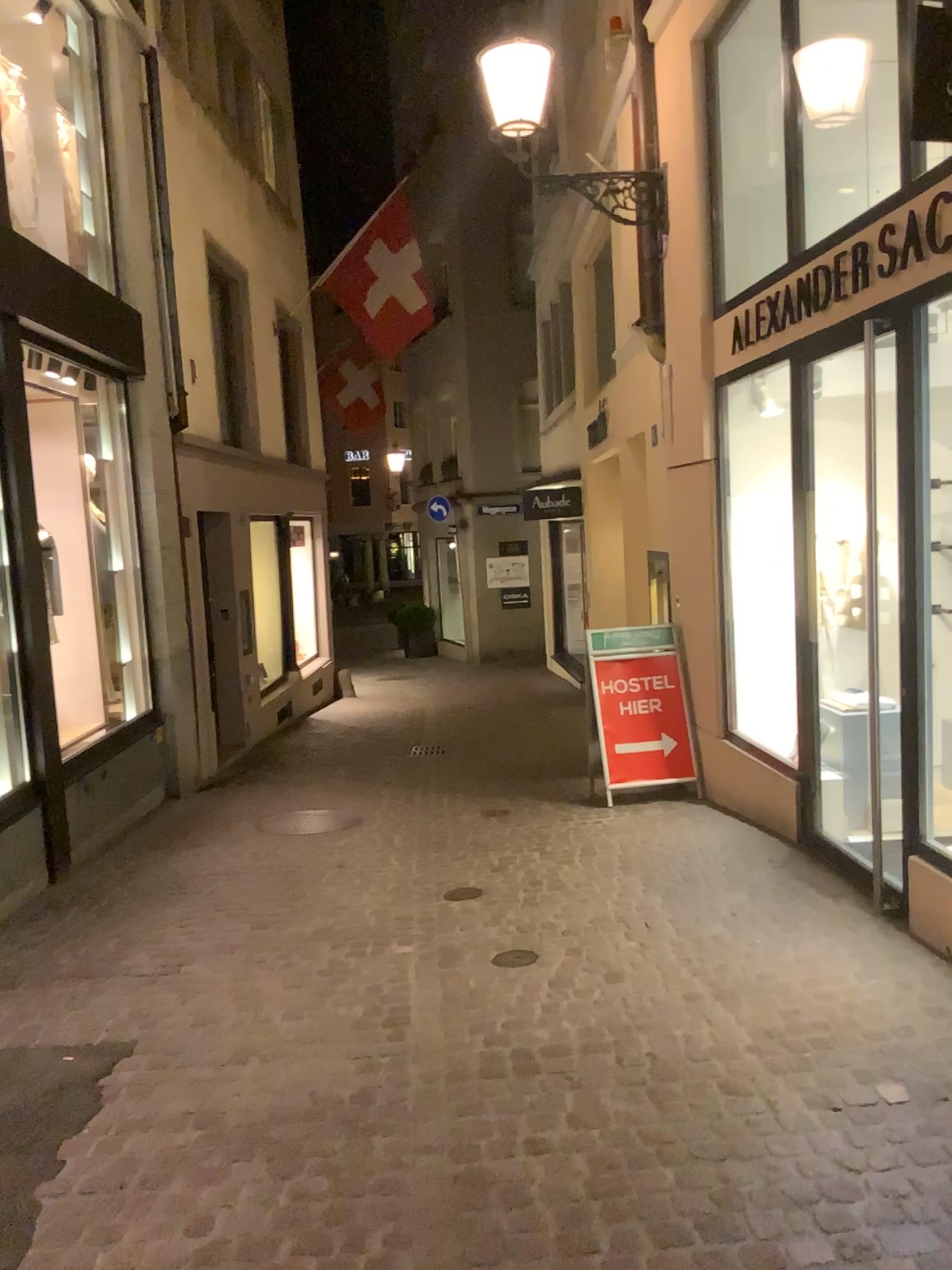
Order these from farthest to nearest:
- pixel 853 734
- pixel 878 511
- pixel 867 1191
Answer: pixel 853 734 → pixel 878 511 → pixel 867 1191
